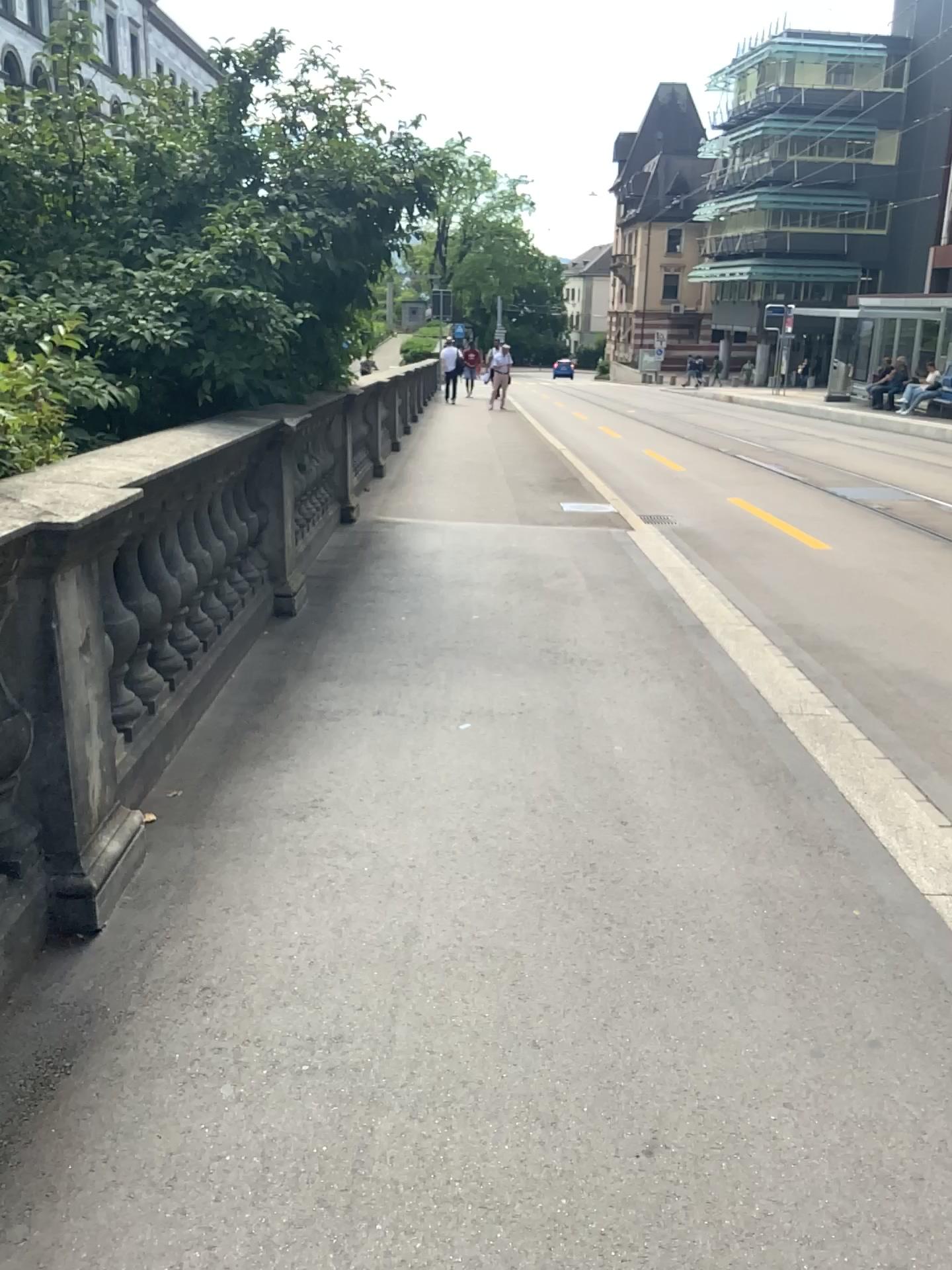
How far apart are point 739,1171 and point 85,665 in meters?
1.8
